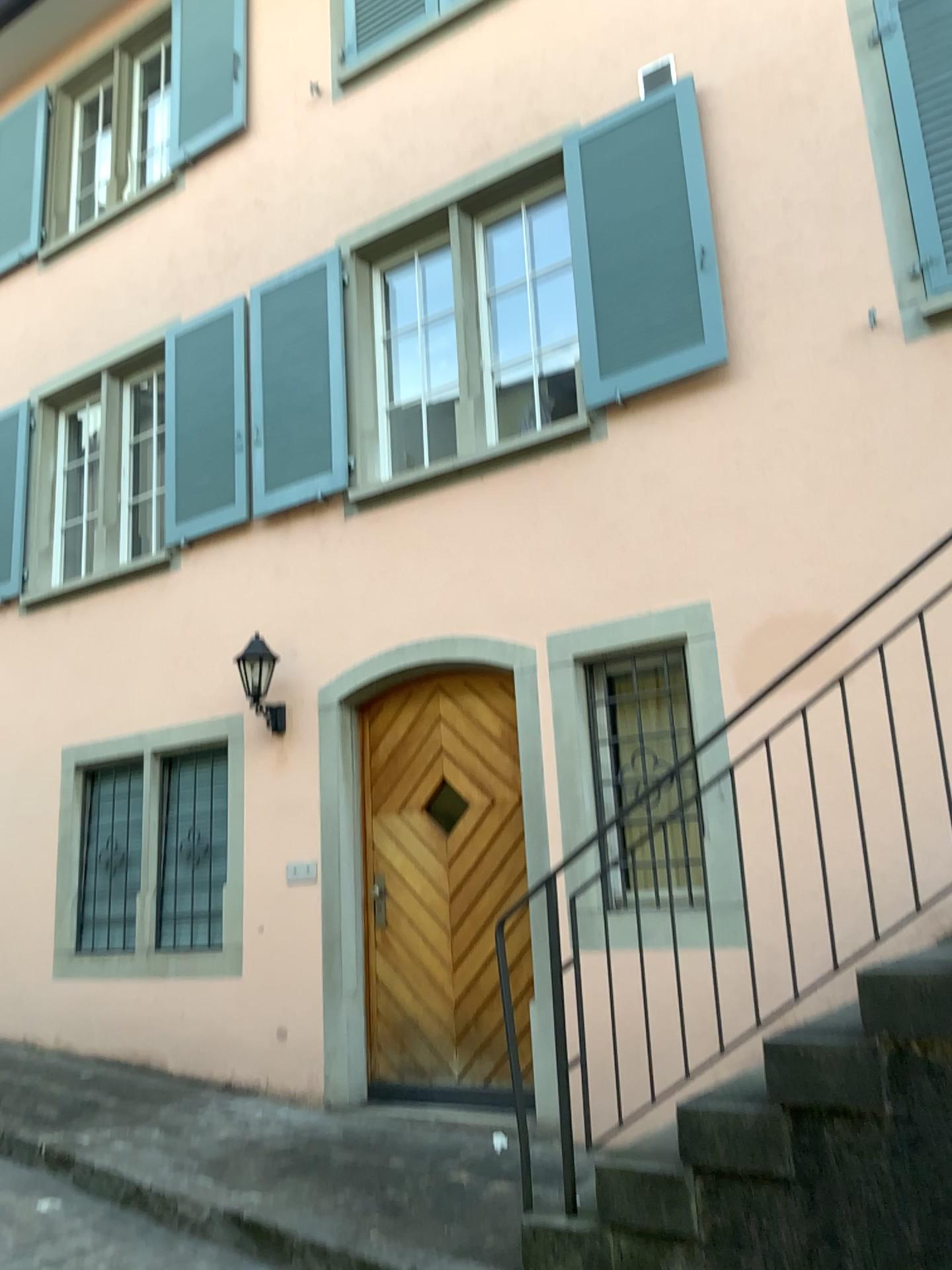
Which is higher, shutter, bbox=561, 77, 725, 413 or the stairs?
shutter, bbox=561, 77, 725, 413

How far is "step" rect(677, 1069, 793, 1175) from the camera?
2.90m

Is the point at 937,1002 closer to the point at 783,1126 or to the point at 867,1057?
the point at 867,1057

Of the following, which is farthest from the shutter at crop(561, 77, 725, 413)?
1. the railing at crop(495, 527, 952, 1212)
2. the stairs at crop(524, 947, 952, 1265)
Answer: the stairs at crop(524, 947, 952, 1265)

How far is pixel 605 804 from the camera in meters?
4.8 m

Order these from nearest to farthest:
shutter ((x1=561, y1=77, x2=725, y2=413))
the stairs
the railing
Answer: the stairs
the railing
shutter ((x1=561, y1=77, x2=725, y2=413))

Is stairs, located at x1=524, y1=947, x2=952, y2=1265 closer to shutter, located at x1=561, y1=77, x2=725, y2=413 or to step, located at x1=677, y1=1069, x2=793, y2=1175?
step, located at x1=677, y1=1069, x2=793, y2=1175

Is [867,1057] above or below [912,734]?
below

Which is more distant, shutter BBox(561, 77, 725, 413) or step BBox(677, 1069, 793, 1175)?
shutter BBox(561, 77, 725, 413)

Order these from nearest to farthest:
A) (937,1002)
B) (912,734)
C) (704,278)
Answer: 1. (937,1002)
2. (912,734)
3. (704,278)
